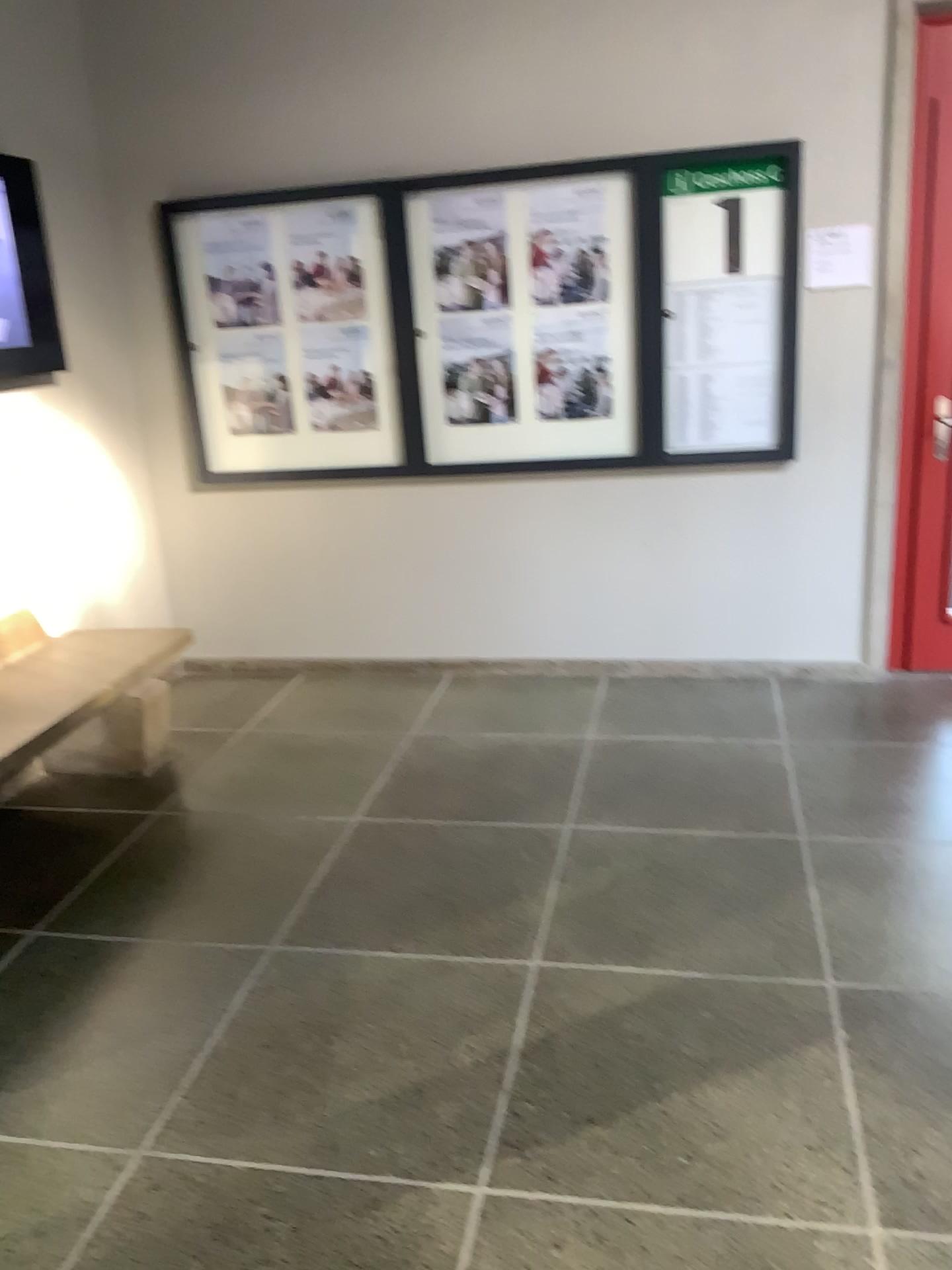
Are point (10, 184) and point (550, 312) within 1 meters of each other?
no

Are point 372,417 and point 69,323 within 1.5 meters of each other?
yes

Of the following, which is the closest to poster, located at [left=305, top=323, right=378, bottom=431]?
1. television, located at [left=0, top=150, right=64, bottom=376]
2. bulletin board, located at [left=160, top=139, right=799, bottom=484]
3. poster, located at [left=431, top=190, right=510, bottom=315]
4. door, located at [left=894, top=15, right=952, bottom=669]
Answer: bulletin board, located at [left=160, top=139, right=799, bottom=484]

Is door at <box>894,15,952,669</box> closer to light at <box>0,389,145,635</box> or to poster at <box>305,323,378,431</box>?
poster at <box>305,323,378,431</box>

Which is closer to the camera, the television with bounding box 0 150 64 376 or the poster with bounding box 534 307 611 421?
the television with bounding box 0 150 64 376

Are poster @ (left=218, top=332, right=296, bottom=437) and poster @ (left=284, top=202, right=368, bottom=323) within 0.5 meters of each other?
yes

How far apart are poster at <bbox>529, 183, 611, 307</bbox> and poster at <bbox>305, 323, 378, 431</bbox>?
0.8 meters

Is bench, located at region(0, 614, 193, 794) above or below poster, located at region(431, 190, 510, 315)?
below

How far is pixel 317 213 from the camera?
4.1 meters

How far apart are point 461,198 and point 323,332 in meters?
0.8 m
